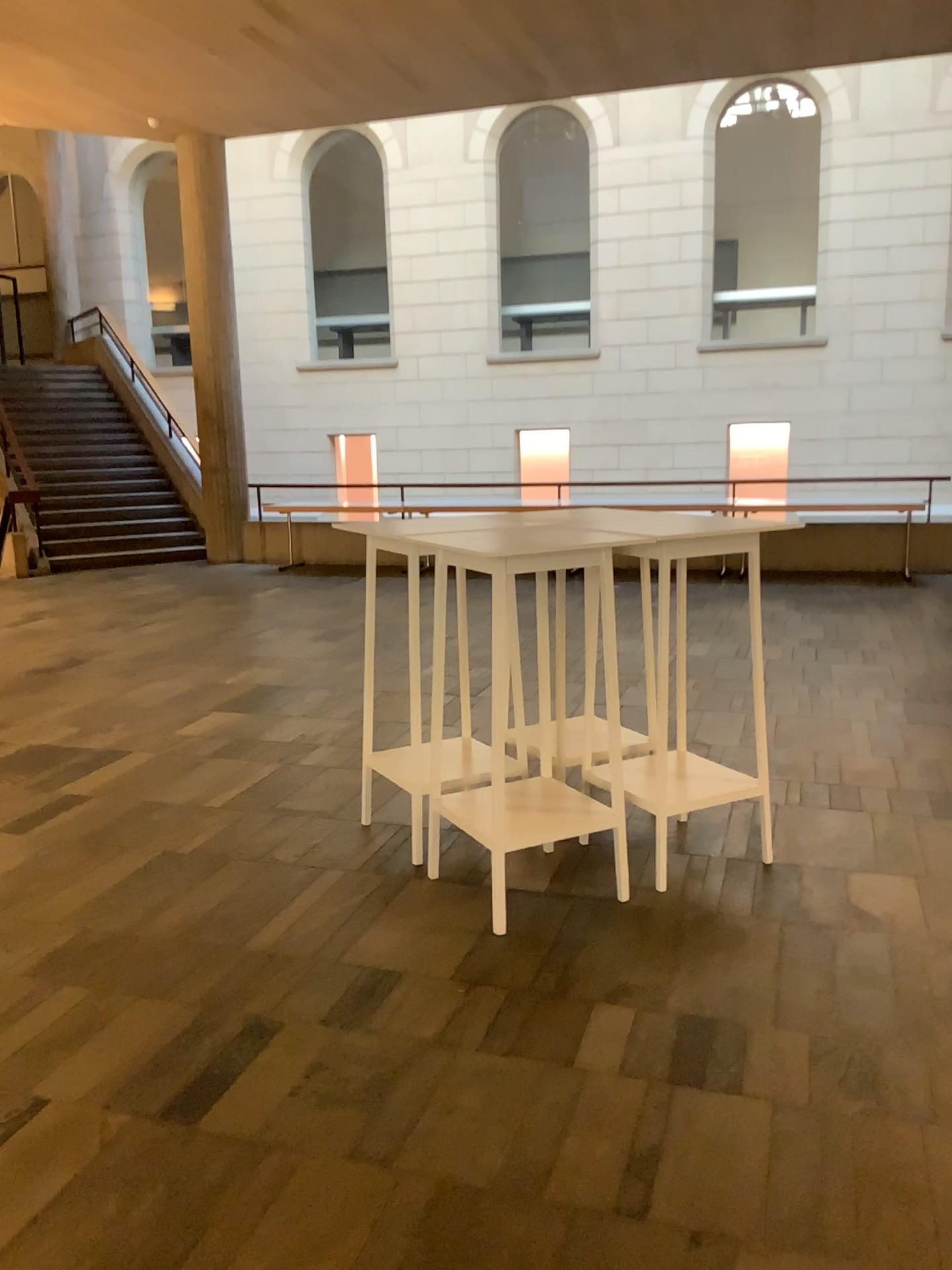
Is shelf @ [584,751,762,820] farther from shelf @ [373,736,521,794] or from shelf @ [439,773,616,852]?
shelf @ [373,736,521,794]

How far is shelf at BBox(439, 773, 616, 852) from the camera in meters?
3.2

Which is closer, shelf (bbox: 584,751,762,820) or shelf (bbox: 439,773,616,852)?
shelf (bbox: 439,773,616,852)

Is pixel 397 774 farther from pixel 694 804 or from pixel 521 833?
pixel 694 804

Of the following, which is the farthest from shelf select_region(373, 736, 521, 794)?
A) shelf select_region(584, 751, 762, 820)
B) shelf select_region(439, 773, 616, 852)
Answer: shelf select_region(584, 751, 762, 820)

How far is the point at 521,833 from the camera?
3.25m

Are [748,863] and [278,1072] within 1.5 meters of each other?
no

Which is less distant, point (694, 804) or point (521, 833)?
point (521, 833)
